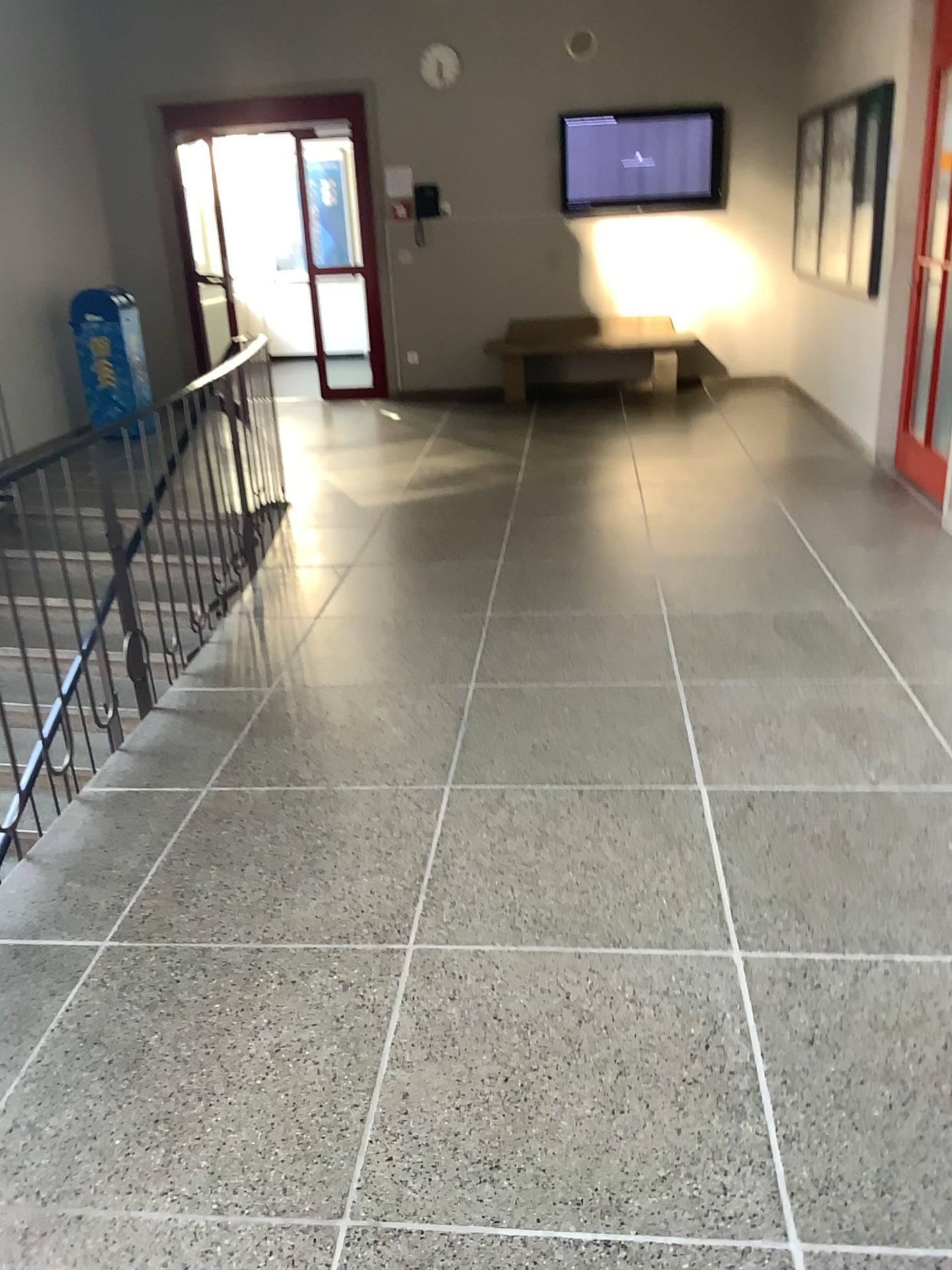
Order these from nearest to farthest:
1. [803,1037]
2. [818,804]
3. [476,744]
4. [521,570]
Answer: [803,1037]
[818,804]
[476,744]
[521,570]
